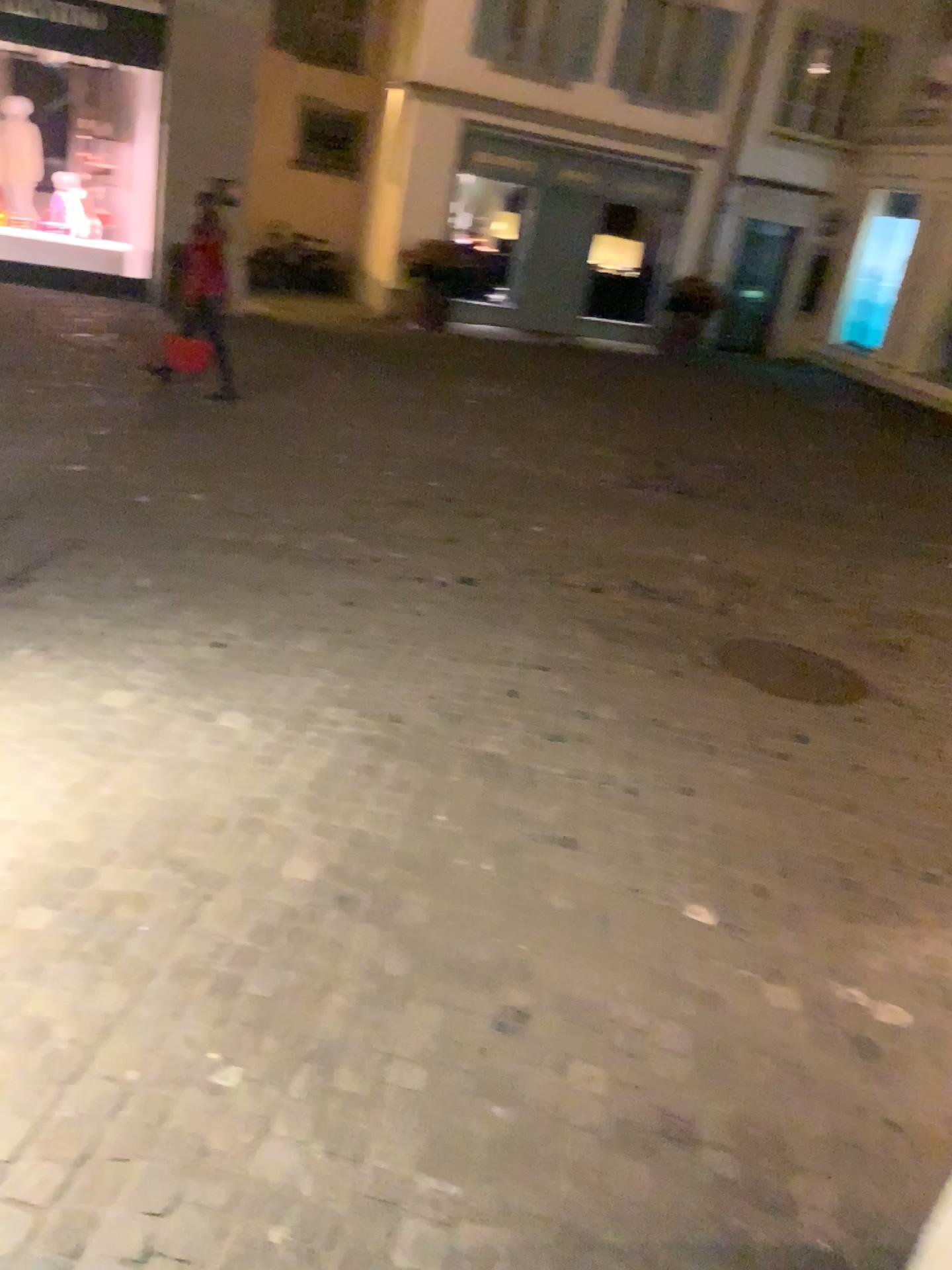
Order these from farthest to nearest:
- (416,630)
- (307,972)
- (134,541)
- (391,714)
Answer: (134,541) → (416,630) → (391,714) → (307,972)
